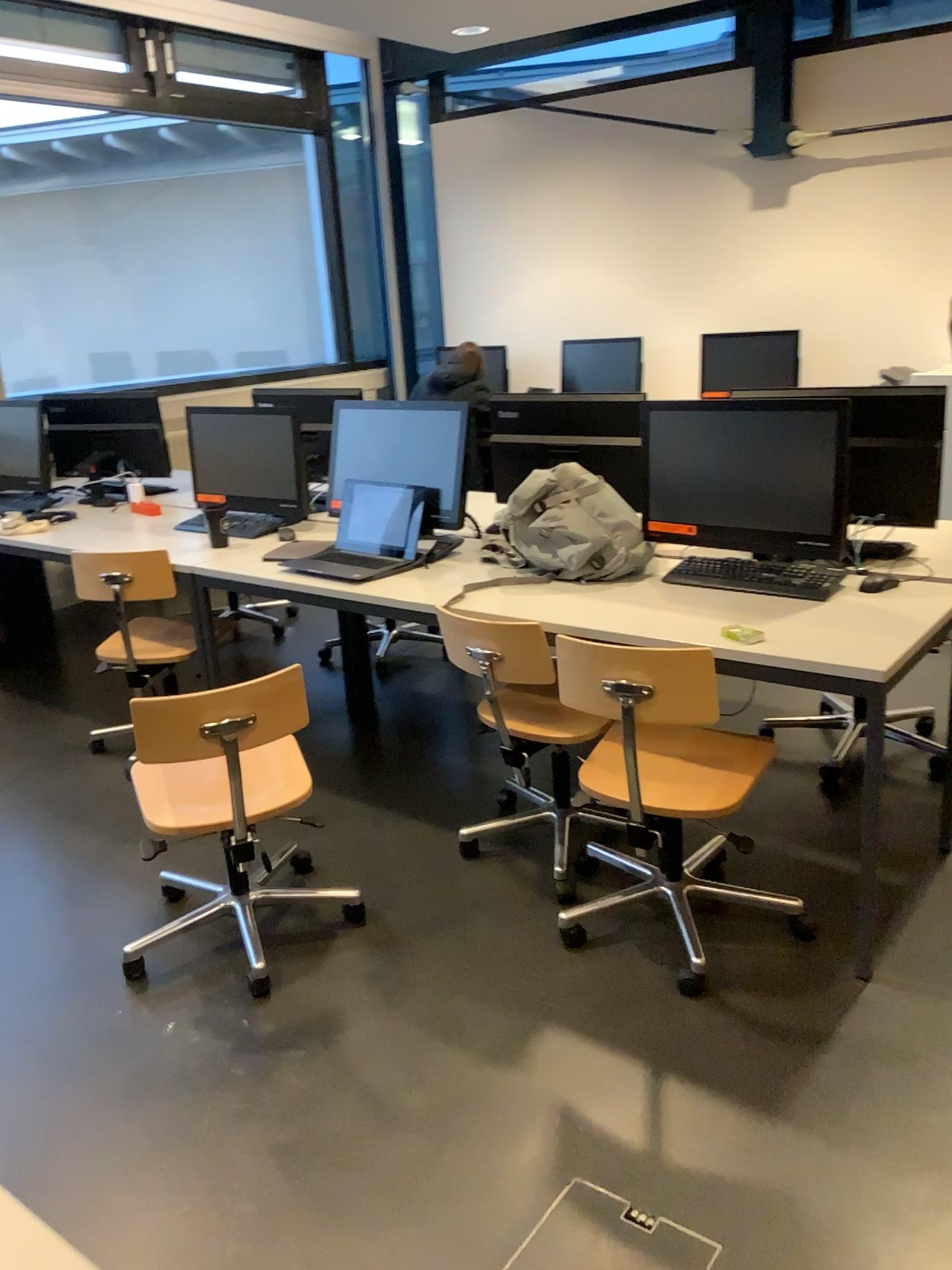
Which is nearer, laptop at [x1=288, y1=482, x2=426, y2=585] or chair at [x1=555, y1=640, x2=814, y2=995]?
chair at [x1=555, y1=640, x2=814, y2=995]

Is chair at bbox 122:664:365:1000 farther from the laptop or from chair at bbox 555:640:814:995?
the laptop

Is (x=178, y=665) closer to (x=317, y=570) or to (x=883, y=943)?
(x=317, y=570)

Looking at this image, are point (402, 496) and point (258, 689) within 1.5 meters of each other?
yes

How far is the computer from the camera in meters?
2.6

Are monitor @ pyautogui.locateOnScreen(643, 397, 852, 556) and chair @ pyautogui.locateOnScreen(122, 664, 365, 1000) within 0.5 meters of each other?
no

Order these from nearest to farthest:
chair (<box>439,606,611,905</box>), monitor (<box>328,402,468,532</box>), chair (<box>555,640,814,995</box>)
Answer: chair (<box>555,640,814,995</box>) < chair (<box>439,606,611,905</box>) < monitor (<box>328,402,468,532</box>)

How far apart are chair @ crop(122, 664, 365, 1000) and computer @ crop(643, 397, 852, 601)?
1.1 meters

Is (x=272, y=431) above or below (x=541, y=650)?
above

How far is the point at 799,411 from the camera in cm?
263
